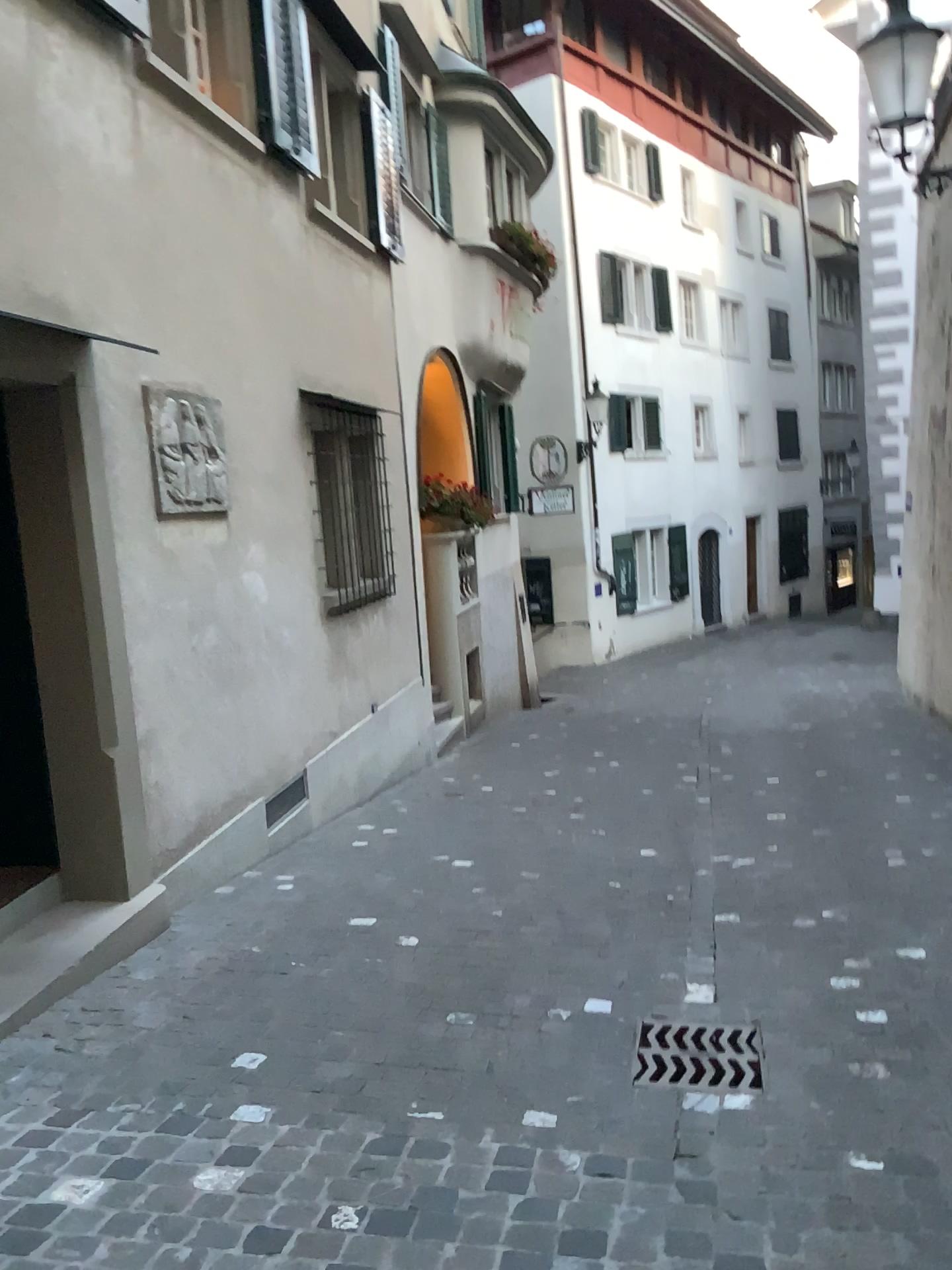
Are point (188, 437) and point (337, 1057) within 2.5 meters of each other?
no
